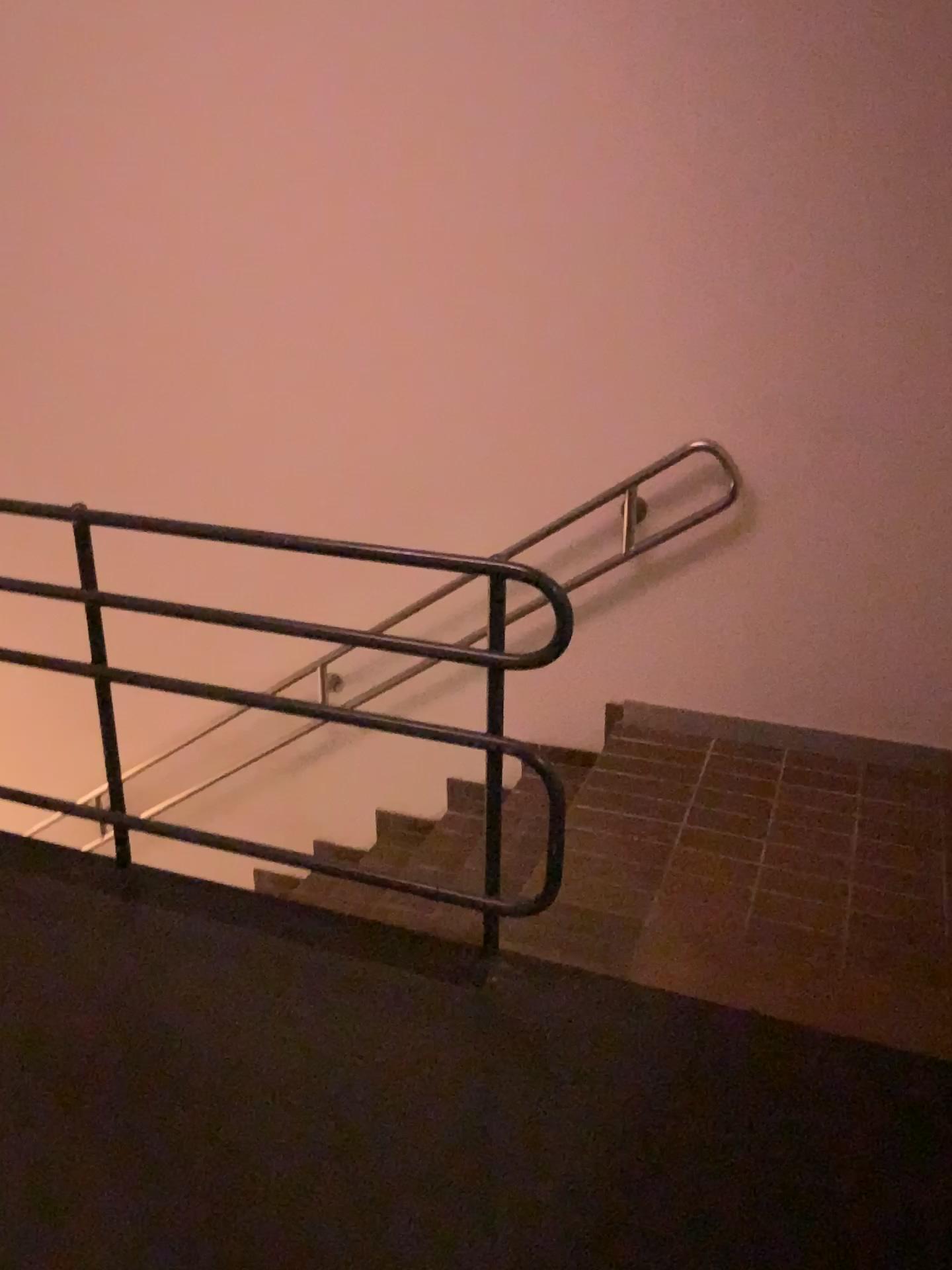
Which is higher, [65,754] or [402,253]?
[402,253]
